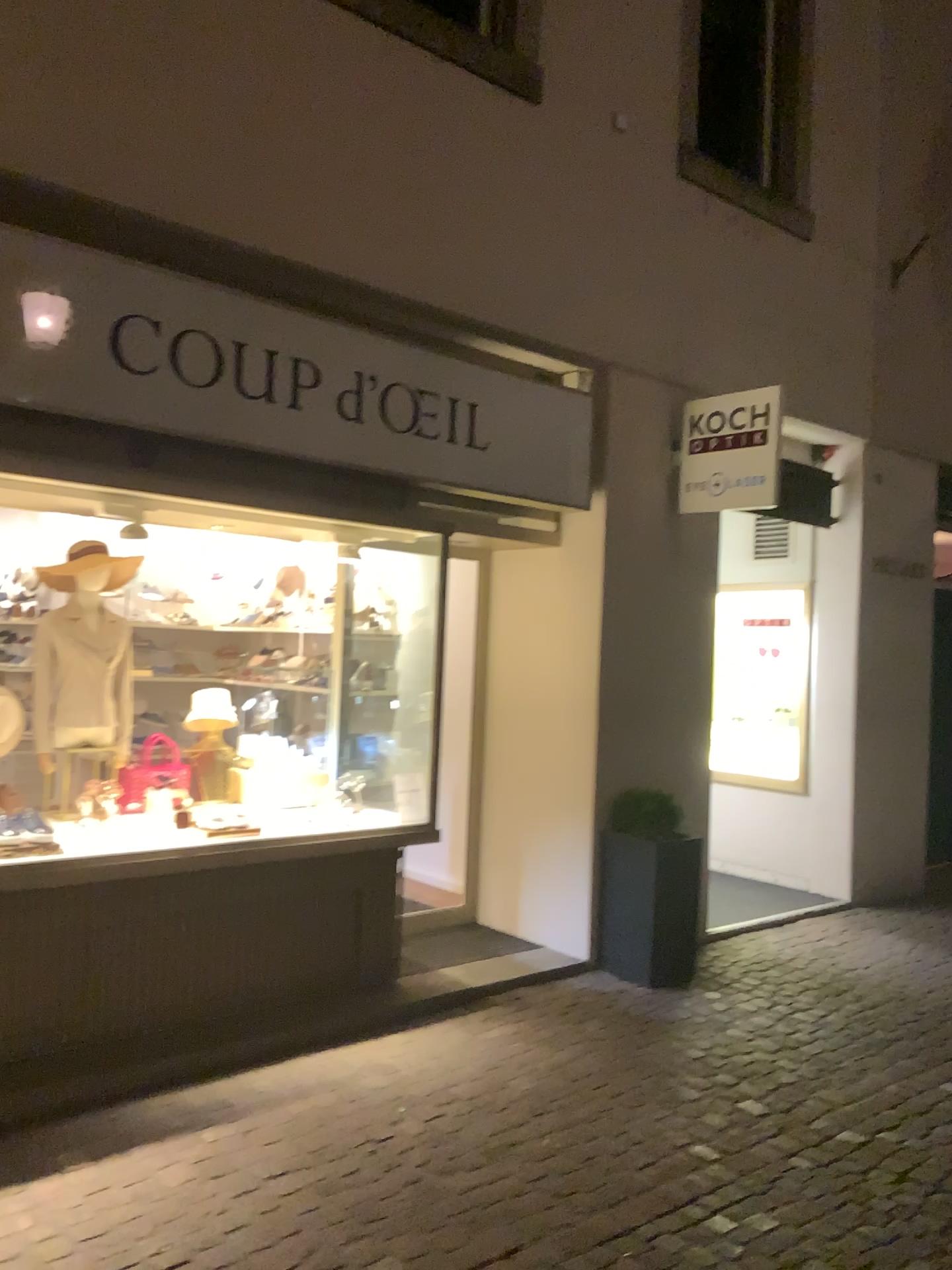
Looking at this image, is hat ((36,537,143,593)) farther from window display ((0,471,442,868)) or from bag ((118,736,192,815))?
bag ((118,736,192,815))

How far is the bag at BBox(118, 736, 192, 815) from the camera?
4.6m

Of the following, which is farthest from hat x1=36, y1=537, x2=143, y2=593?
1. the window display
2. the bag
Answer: the bag

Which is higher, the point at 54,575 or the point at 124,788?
the point at 54,575

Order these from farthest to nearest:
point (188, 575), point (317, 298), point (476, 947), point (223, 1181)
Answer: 1. point (476, 947)
2. point (188, 575)
3. point (317, 298)
4. point (223, 1181)

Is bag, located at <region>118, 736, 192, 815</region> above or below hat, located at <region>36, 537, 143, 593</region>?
below

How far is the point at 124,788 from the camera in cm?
458

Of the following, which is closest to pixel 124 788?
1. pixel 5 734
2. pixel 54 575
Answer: pixel 5 734
